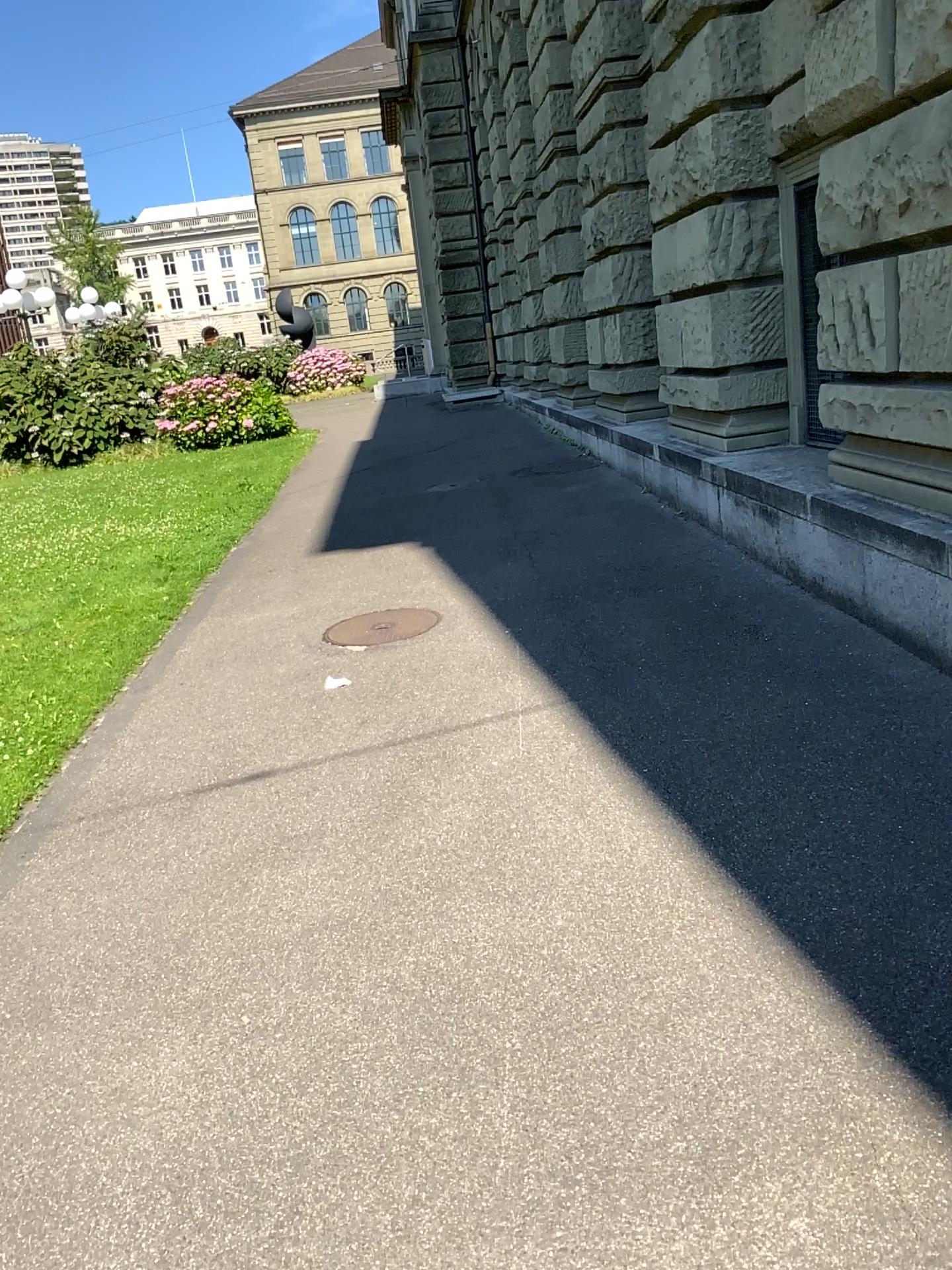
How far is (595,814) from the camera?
3.3 meters
